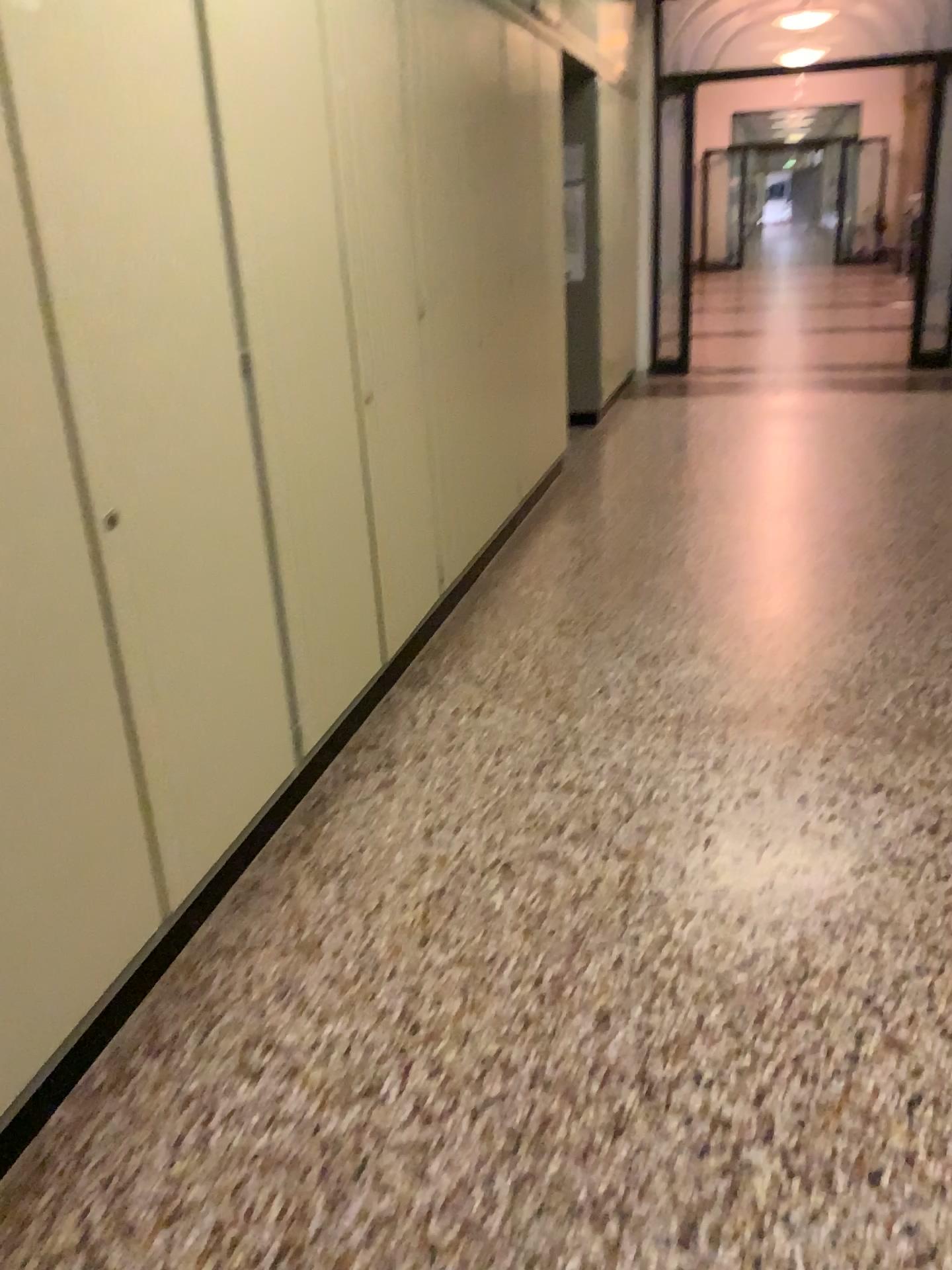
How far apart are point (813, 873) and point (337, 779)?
1.25m

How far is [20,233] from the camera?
1.60m

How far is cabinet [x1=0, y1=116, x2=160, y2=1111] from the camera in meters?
1.6 m

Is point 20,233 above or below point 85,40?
below
